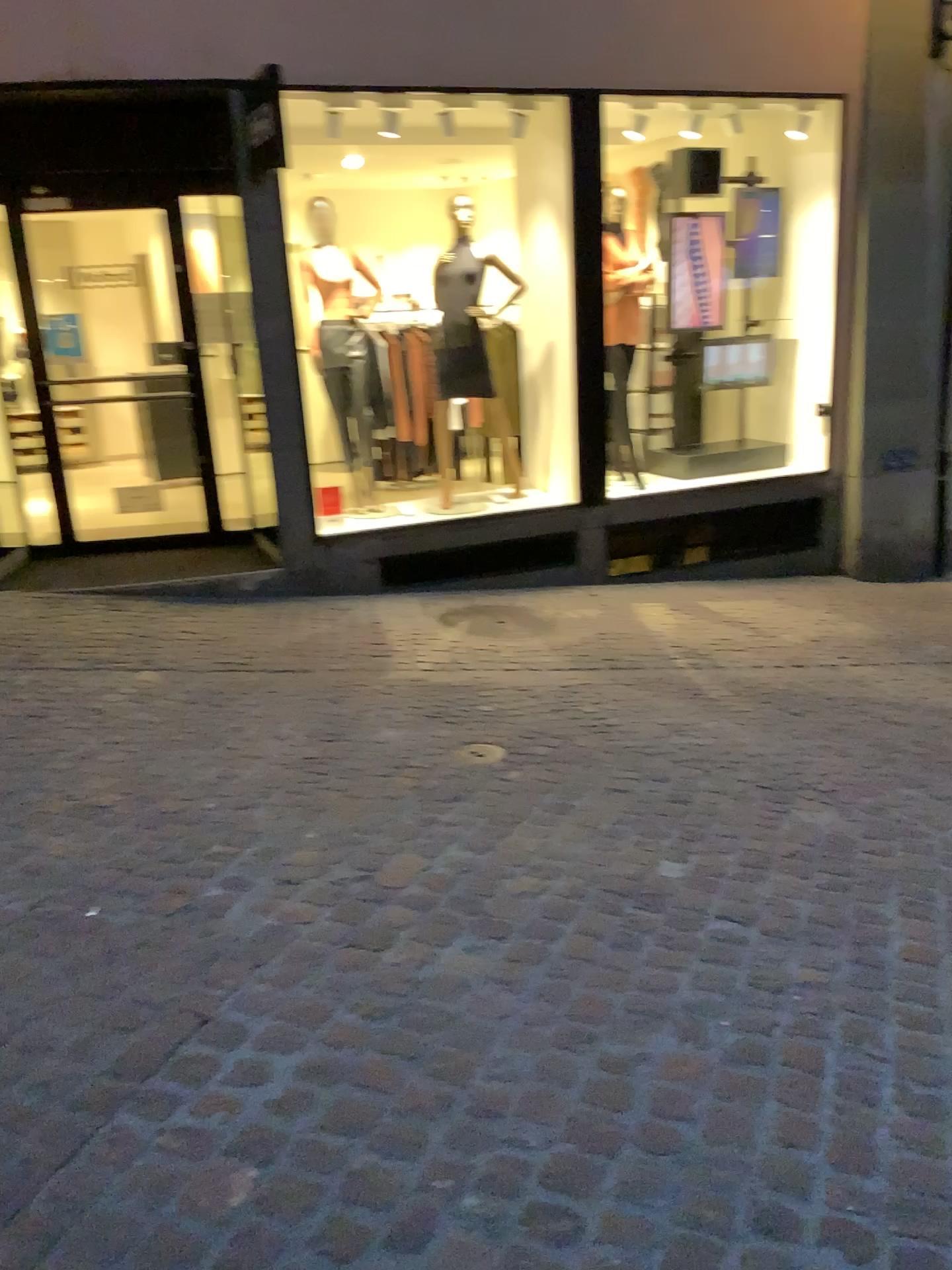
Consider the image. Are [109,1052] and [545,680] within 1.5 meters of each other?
no
